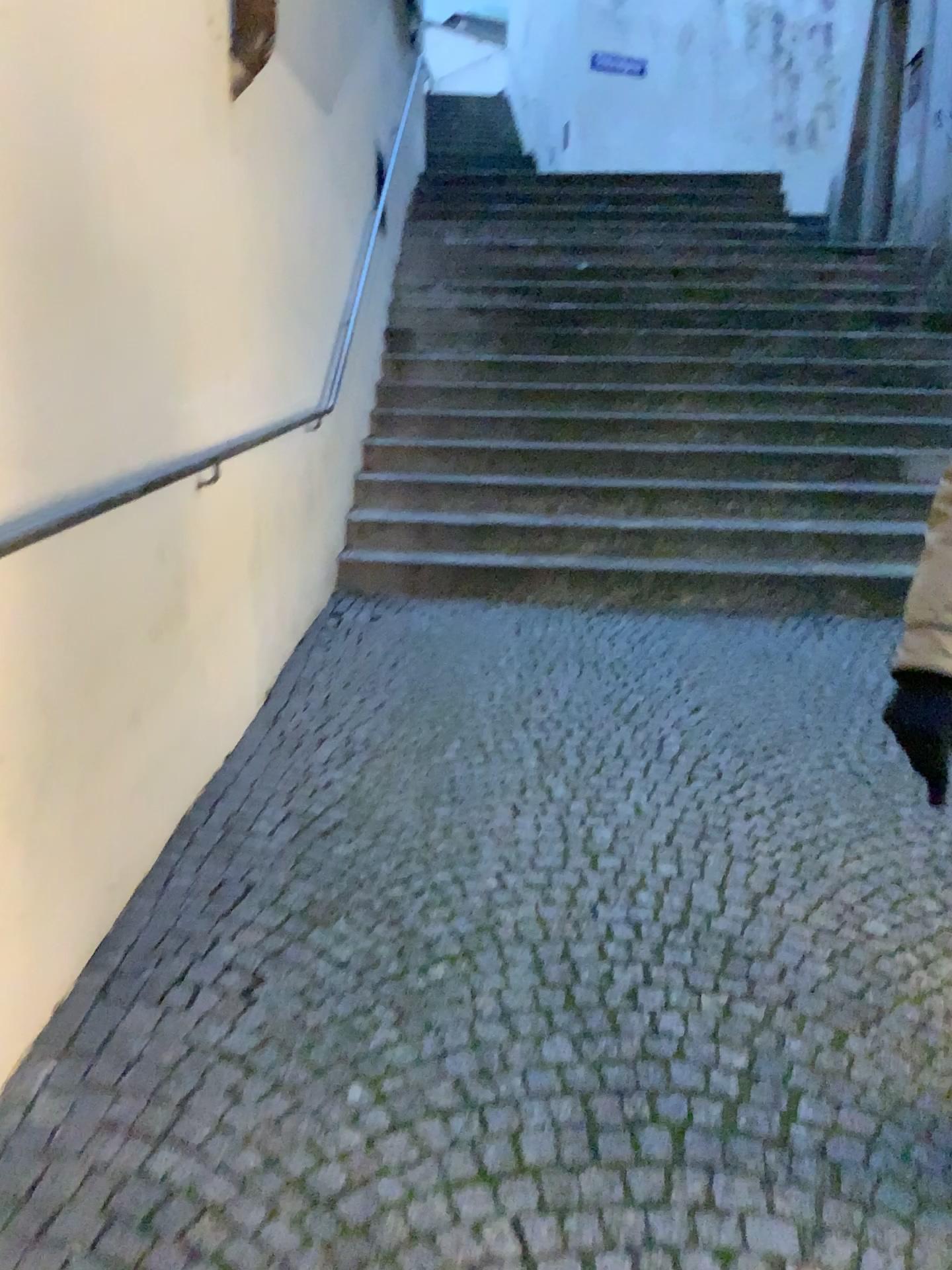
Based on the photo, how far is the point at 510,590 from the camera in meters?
4.6
